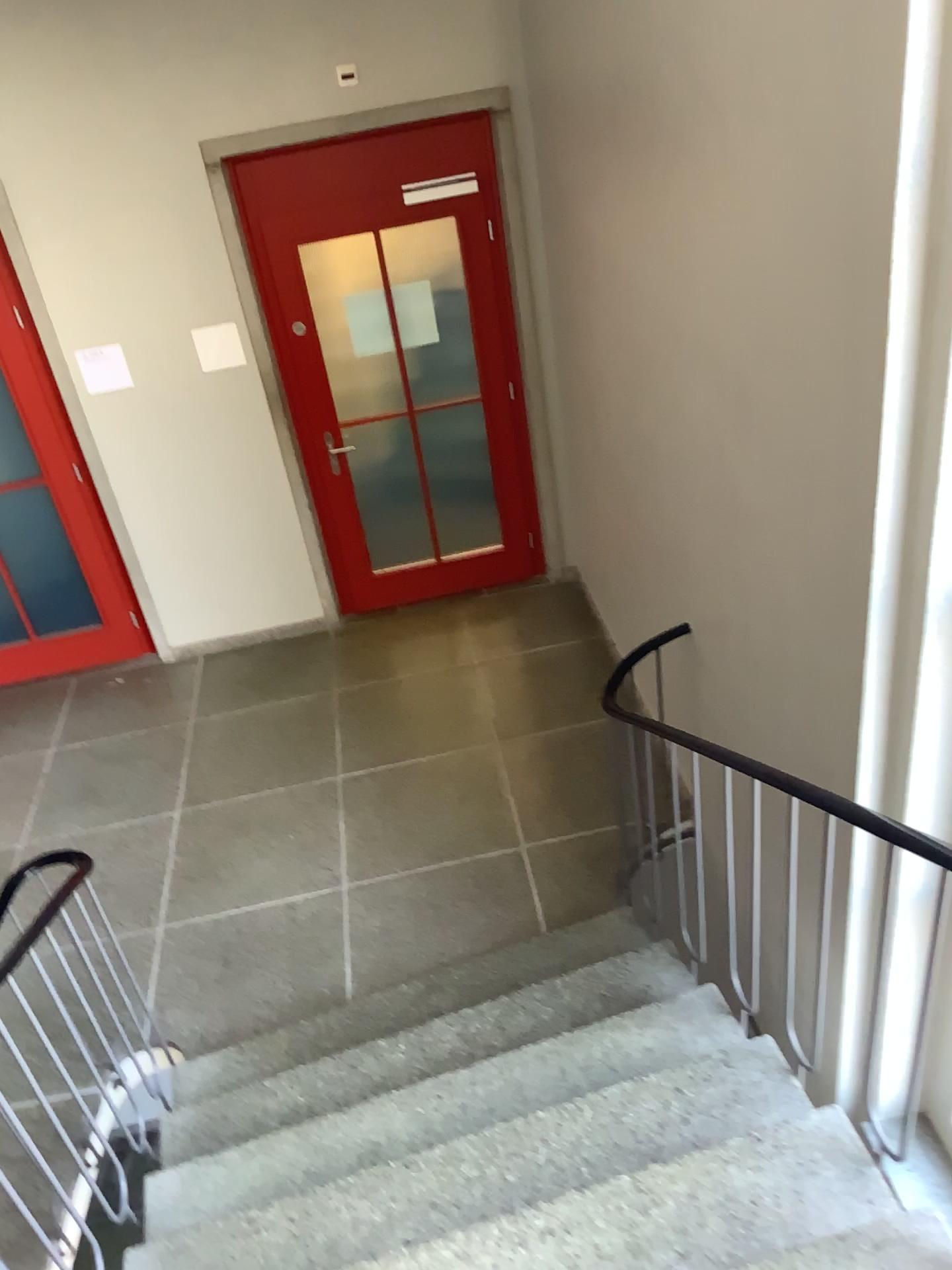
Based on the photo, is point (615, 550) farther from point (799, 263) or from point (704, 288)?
point (799, 263)
